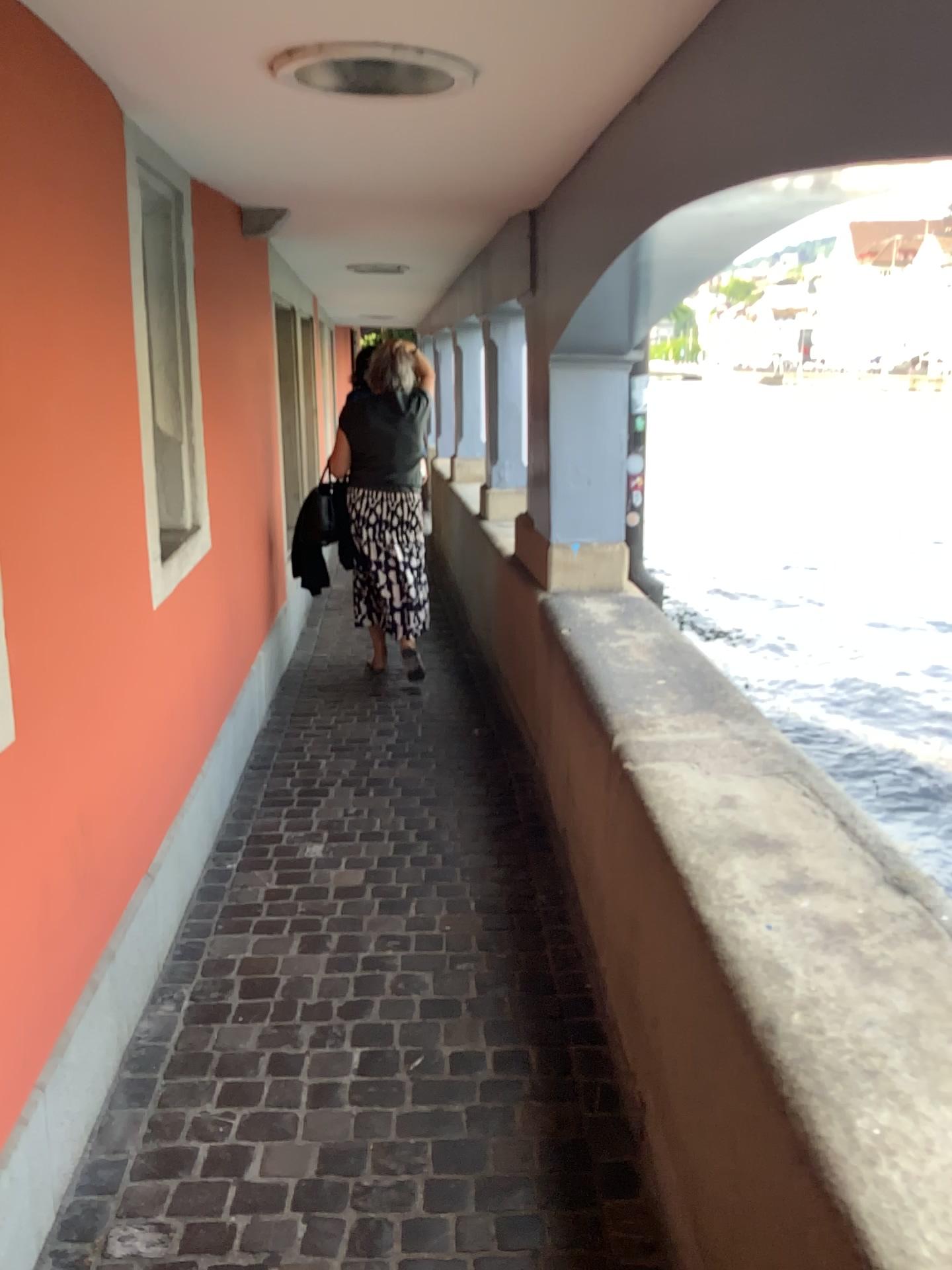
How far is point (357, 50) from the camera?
1.8m

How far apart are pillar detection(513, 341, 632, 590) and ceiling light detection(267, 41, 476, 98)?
1.62m

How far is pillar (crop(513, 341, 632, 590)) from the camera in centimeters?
374cm

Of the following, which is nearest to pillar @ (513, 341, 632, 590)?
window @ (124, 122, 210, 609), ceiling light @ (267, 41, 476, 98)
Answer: window @ (124, 122, 210, 609)

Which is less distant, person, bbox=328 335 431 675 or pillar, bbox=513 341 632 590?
pillar, bbox=513 341 632 590

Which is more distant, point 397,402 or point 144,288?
point 397,402

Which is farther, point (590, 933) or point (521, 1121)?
point (590, 933)

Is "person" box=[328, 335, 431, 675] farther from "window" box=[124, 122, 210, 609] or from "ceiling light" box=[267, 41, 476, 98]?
"ceiling light" box=[267, 41, 476, 98]

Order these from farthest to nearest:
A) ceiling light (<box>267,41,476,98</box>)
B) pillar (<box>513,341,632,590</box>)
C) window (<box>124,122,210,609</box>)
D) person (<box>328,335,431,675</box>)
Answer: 1. person (<box>328,335,431,675</box>)
2. pillar (<box>513,341,632,590</box>)
3. window (<box>124,122,210,609</box>)
4. ceiling light (<box>267,41,476,98</box>)

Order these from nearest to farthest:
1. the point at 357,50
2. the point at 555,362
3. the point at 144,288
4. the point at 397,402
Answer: the point at 357,50
the point at 144,288
the point at 555,362
the point at 397,402
